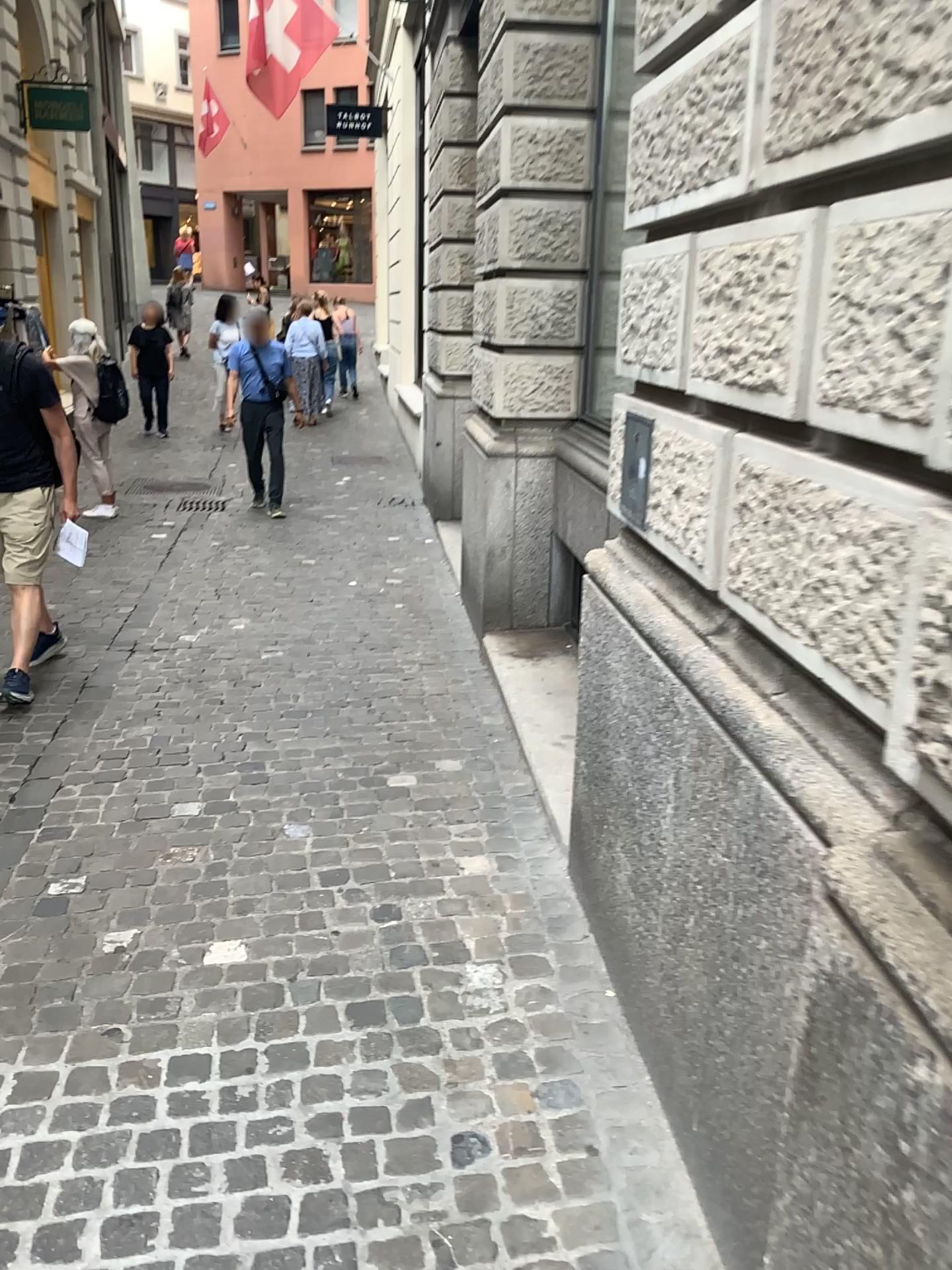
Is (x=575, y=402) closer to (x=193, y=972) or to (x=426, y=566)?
(x=426, y=566)
